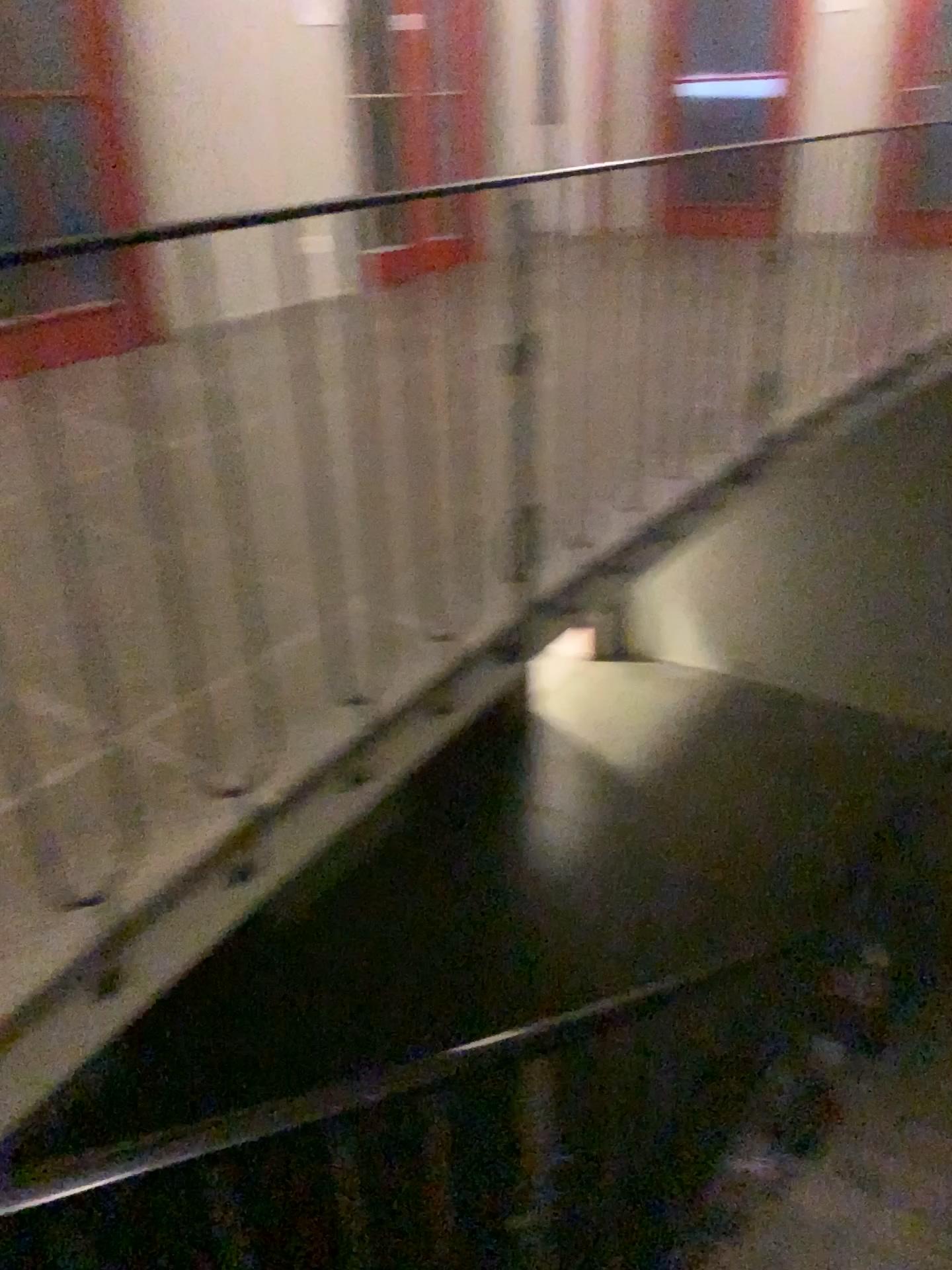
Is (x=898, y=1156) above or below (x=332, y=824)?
below
